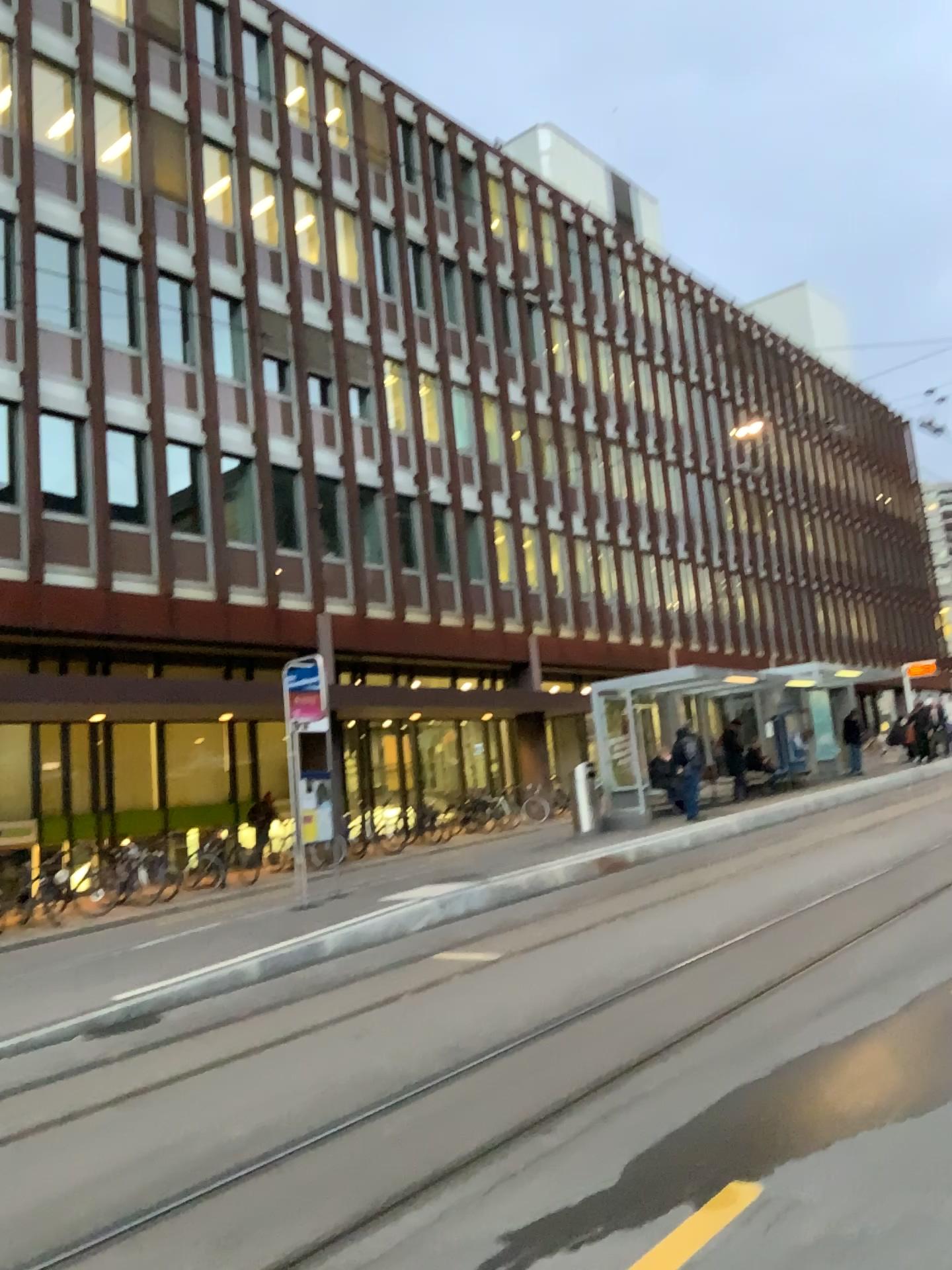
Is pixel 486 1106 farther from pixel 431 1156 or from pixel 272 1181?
pixel 272 1181
